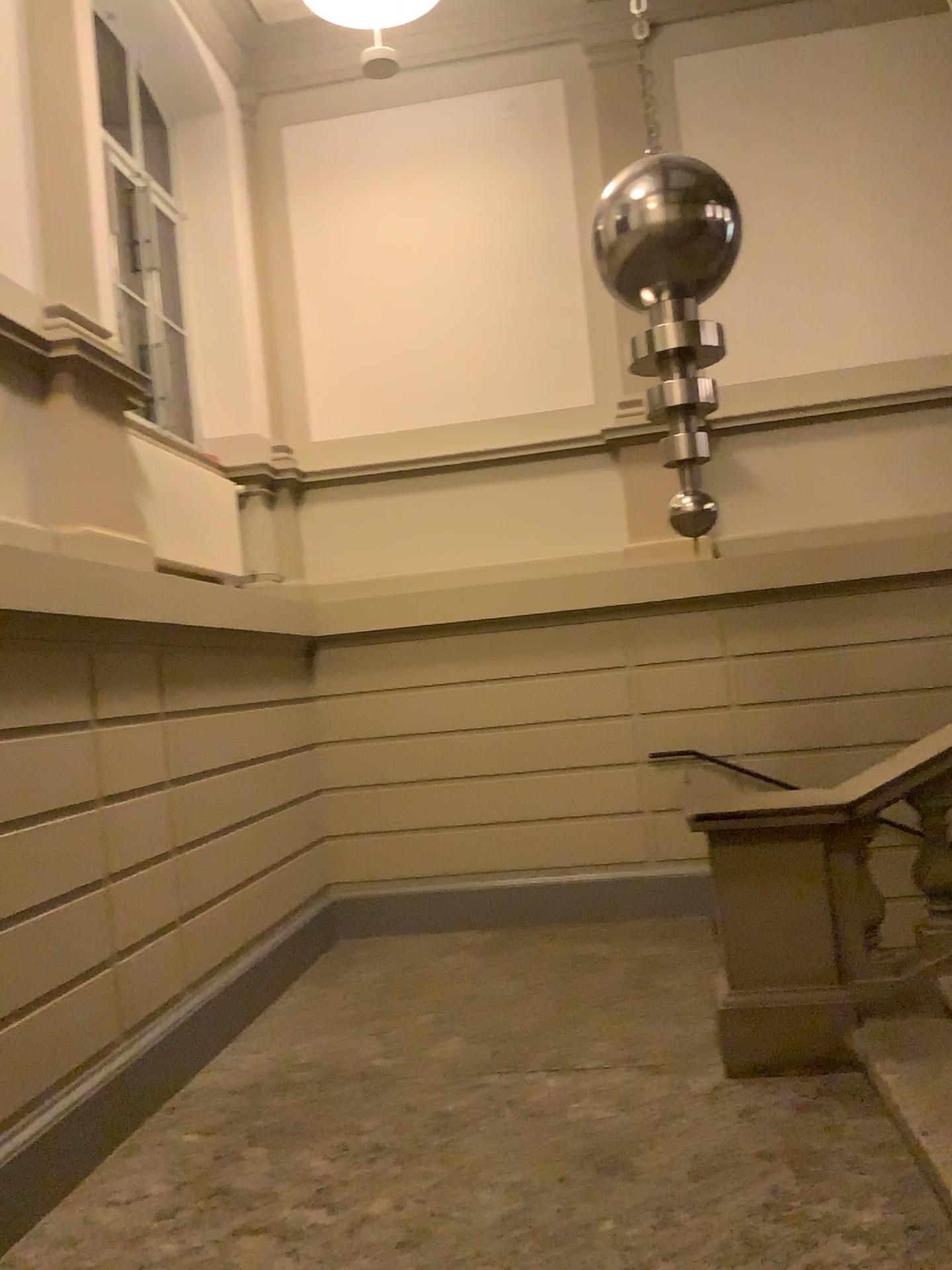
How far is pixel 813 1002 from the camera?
3.9 meters

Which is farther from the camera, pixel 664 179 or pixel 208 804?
pixel 208 804

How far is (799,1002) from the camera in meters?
3.9 m

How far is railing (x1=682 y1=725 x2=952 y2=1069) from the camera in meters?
3.9

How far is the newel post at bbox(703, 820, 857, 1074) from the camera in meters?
3.9 m
